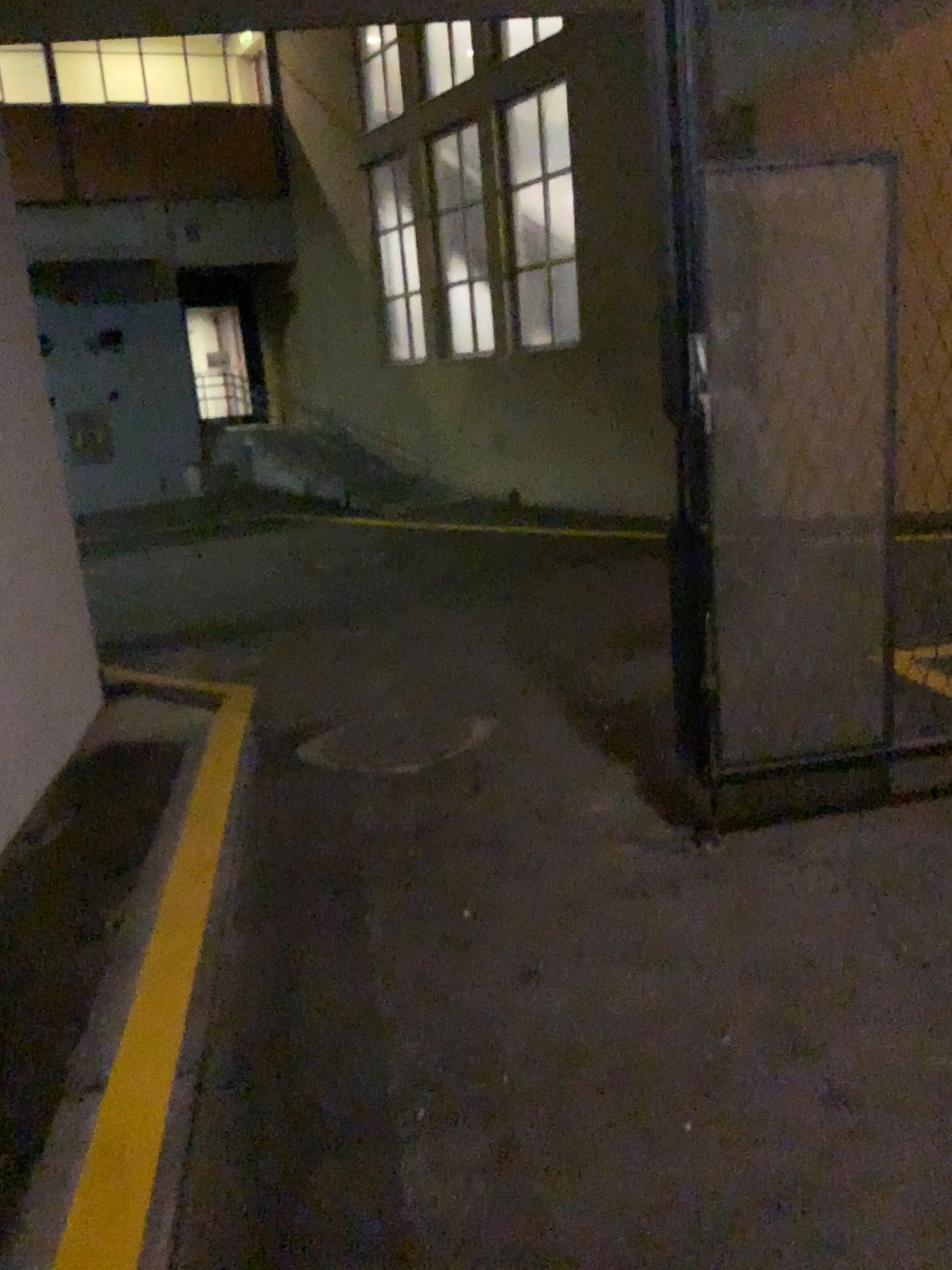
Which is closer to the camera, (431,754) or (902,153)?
(902,153)

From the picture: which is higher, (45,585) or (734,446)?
(734,446)

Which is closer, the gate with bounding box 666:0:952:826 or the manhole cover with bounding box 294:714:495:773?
the gate with bounding box 666:0:952:826

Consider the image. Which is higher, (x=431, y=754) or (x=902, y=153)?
(x=902, y=153)
